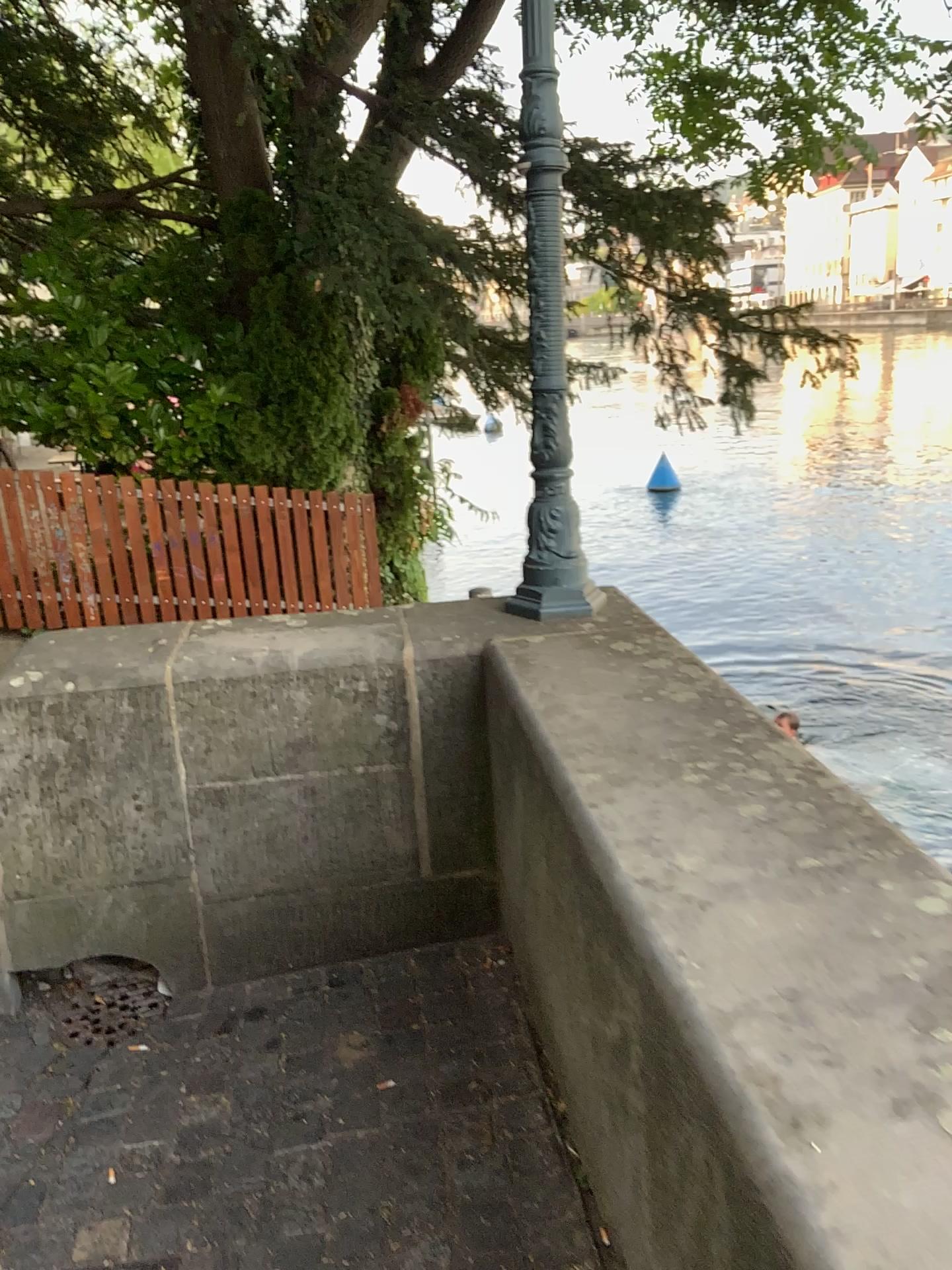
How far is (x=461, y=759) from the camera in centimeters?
258cm

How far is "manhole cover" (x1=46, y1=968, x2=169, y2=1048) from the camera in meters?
2.5

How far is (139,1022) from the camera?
2.5 meters
